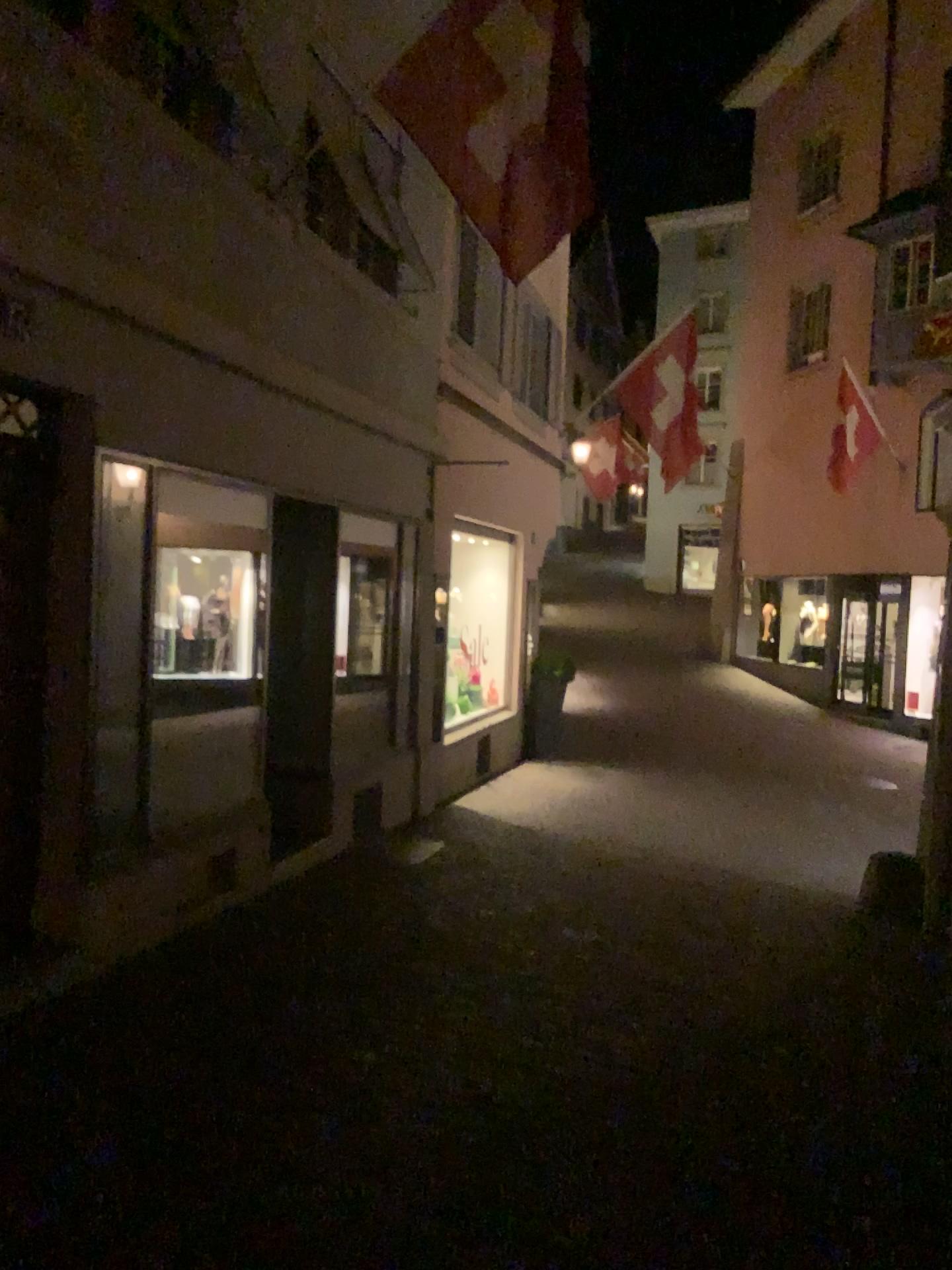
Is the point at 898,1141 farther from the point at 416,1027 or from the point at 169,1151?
the point at 169,1151
